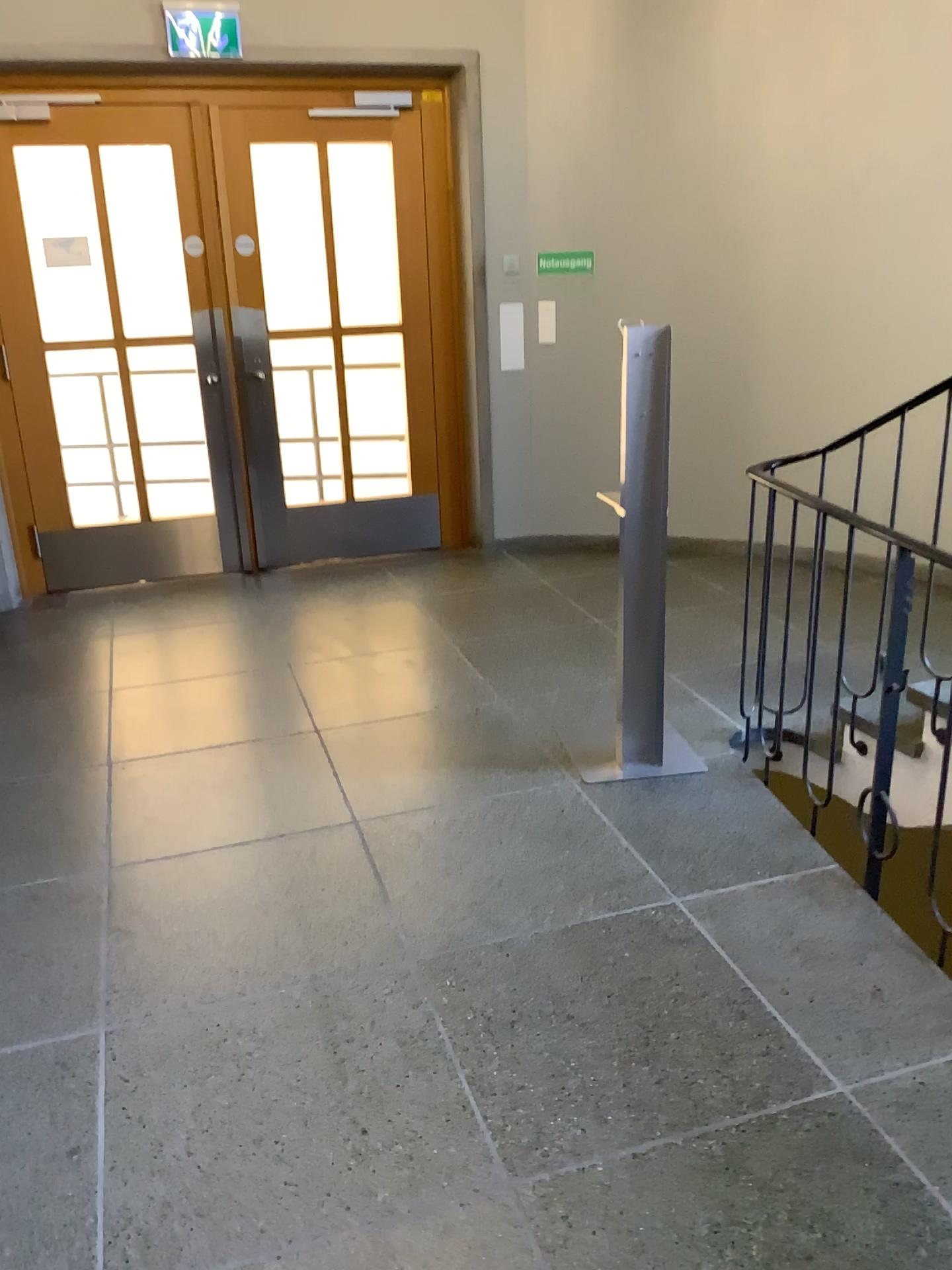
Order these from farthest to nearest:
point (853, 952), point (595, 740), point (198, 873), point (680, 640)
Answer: point (680, 640)
point (595, 740)
point (198, 873)
point (853, 952)
